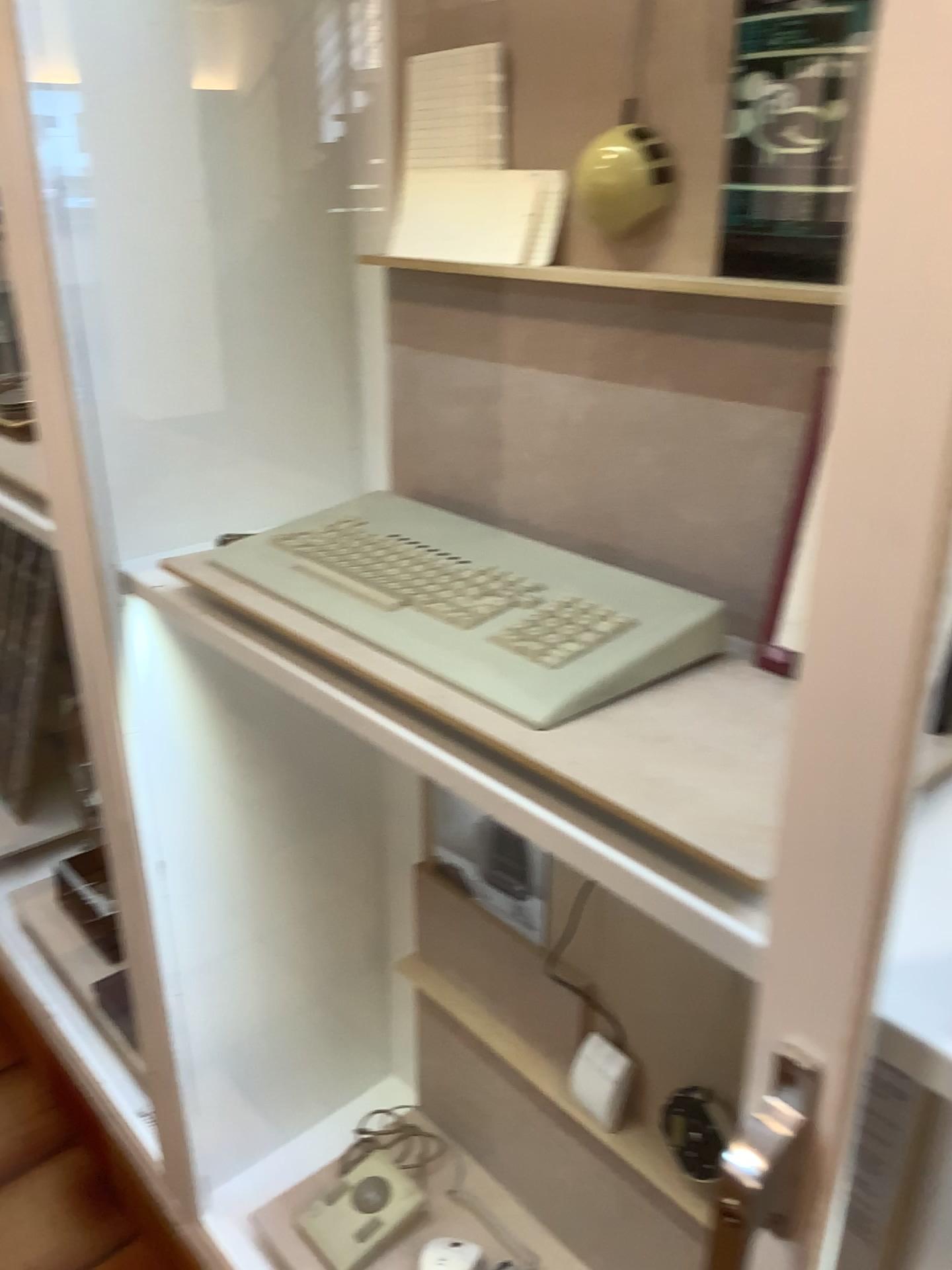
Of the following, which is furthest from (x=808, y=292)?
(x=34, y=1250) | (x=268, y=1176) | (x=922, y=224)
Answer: (x=34, y=1250)

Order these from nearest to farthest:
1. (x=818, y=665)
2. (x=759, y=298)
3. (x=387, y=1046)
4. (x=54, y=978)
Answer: (x=818, y=665) < (x=759, y=298) < (x=387, y=1046) < (x=54, y=978)

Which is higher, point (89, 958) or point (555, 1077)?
point (555, 1077)

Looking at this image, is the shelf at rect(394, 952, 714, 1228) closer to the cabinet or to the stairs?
the cabinet

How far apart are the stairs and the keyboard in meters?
1.2

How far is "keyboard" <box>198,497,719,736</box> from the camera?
0.80m

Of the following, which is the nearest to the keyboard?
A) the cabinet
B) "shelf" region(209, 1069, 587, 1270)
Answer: the cabinet

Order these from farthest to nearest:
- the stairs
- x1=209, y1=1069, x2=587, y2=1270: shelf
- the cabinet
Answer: the stairs
x1=209, y1=1069, x2=587, y2=1270: shelf
the cabinet

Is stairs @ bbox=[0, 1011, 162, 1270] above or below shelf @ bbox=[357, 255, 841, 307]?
below

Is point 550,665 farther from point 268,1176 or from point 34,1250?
point 34,1250
